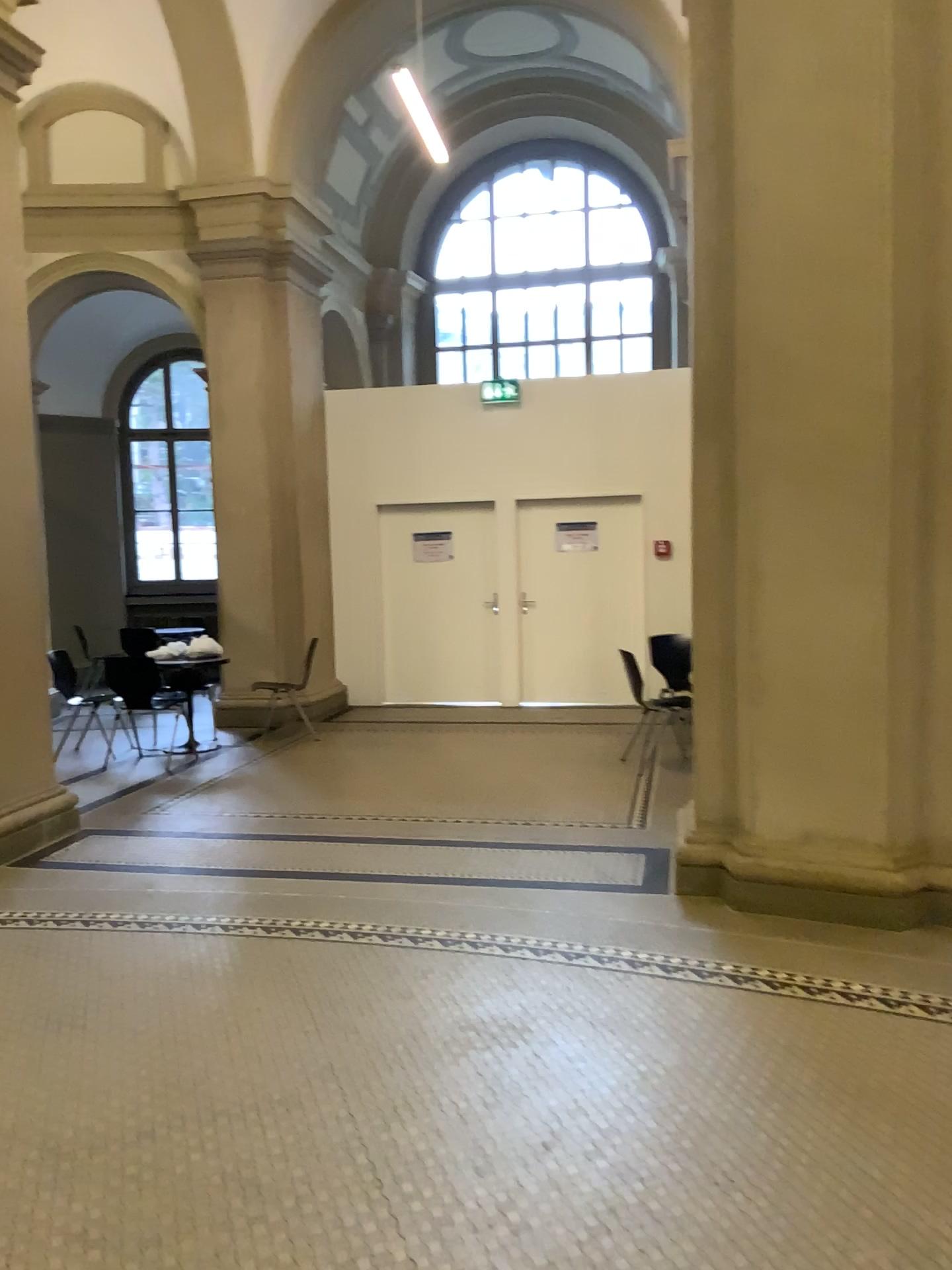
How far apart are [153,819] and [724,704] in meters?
3.1 m
